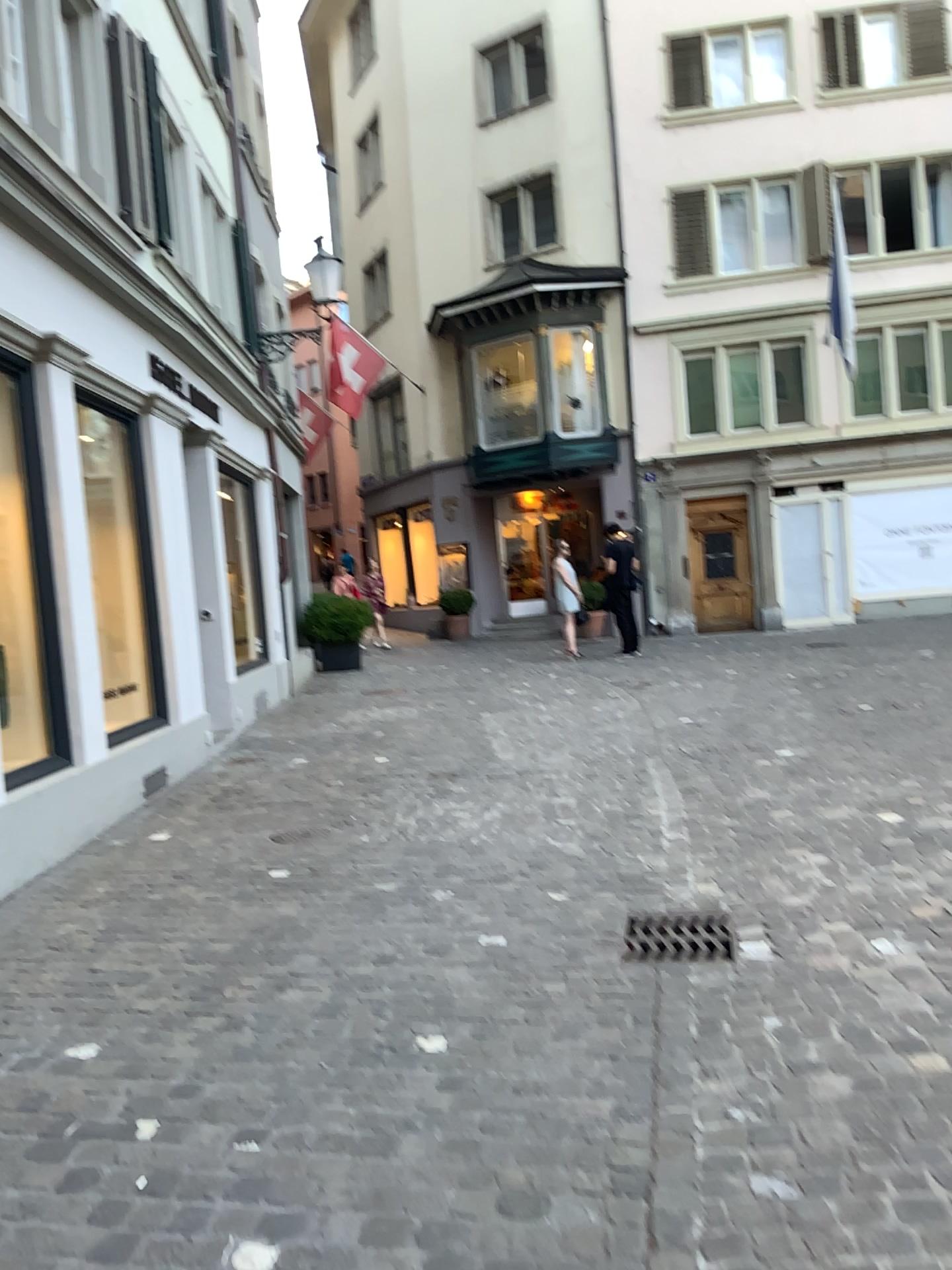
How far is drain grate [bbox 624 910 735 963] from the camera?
3.6 meters

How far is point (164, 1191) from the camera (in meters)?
2.28

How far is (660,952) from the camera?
3.6 meters
